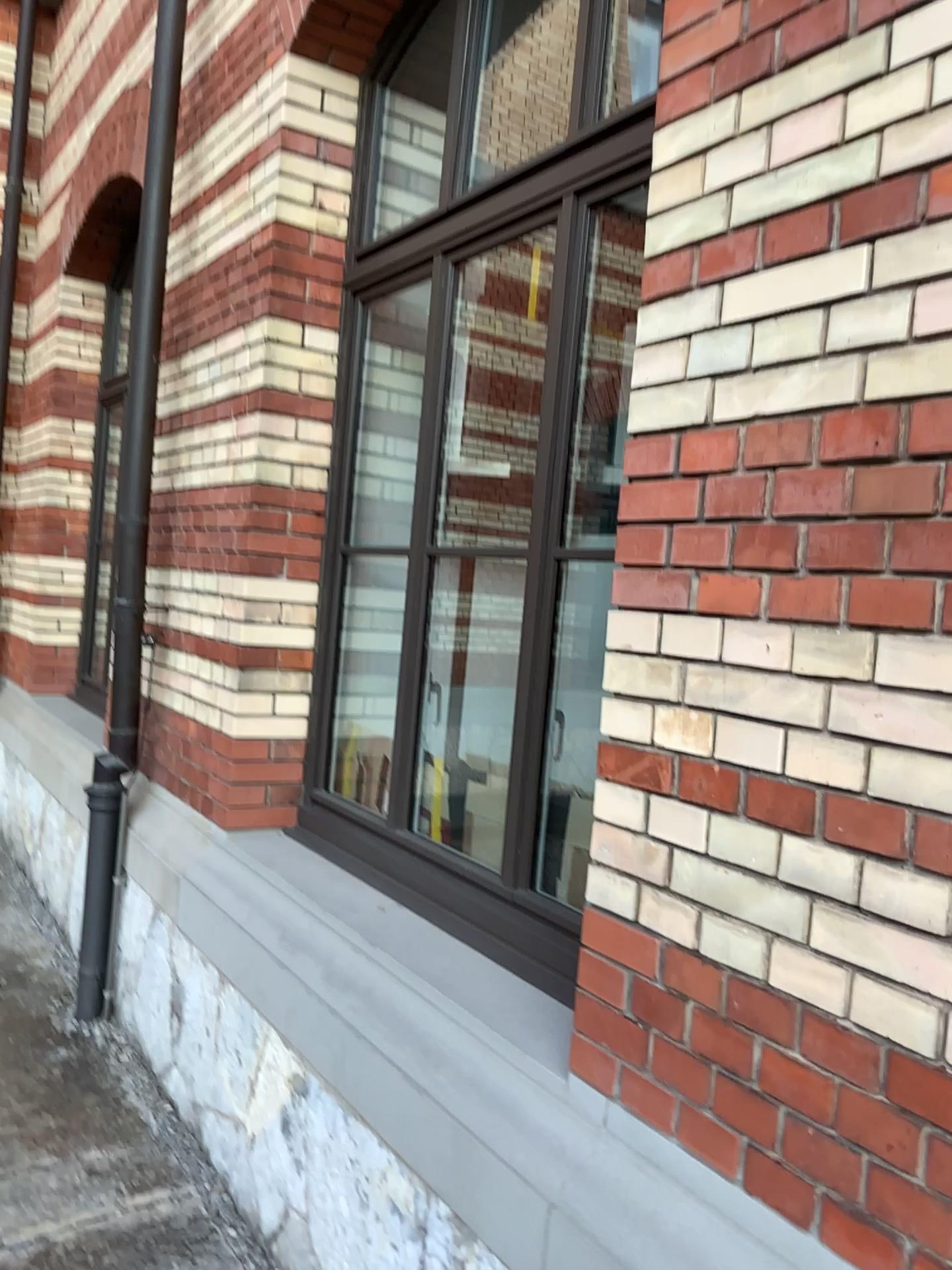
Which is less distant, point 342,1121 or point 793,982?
point 793,982
